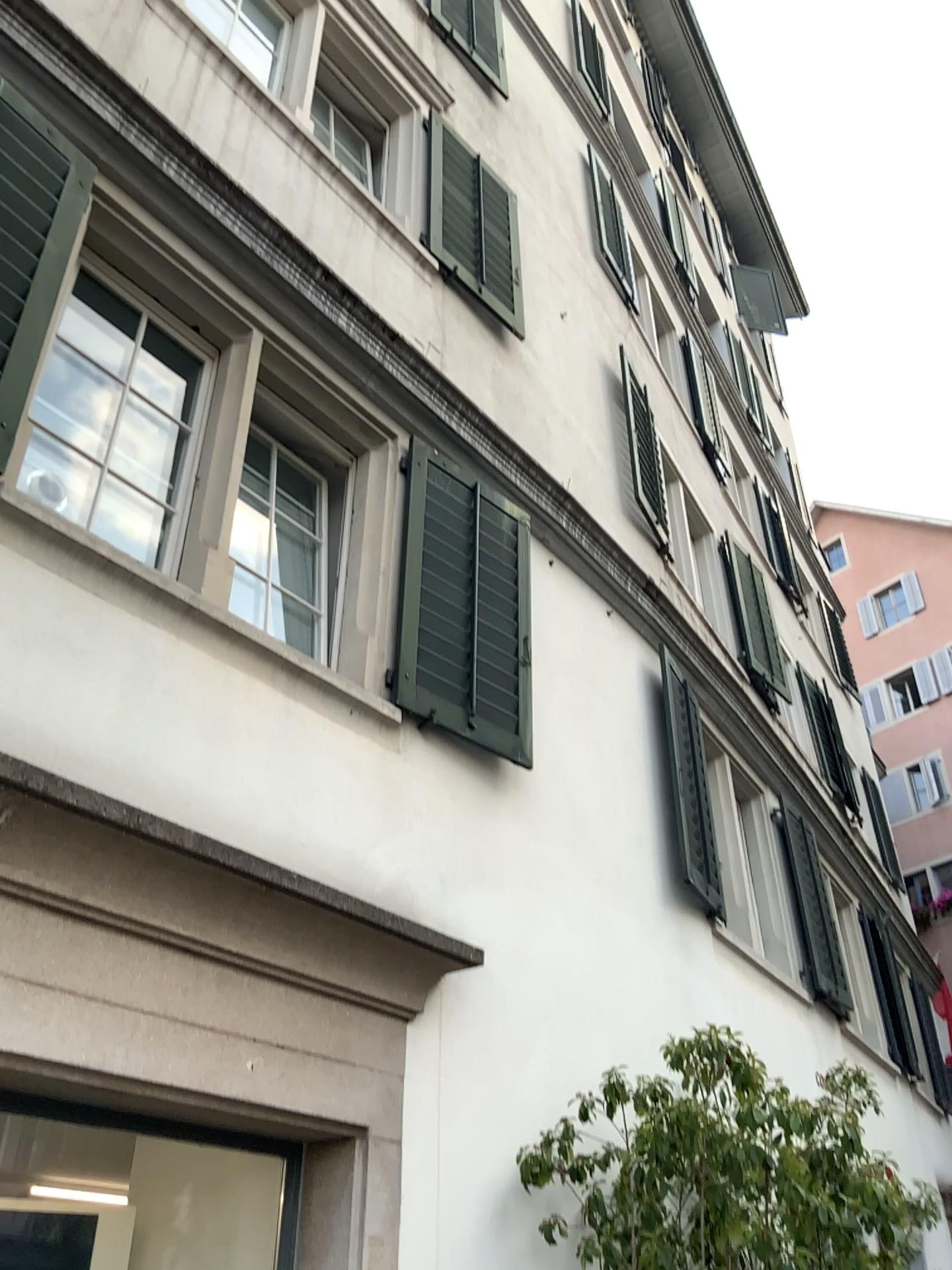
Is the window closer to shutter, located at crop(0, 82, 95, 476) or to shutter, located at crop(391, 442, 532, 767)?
shutter, located at crop(0, 82, 95, 476)

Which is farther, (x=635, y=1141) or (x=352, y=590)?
(x=352, y=590)

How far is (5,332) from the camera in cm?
303

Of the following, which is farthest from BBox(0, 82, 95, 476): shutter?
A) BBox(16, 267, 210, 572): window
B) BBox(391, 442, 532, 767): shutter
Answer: BBox(391, 442, 532, 767): shutter

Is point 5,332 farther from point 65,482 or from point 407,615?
point 407,615

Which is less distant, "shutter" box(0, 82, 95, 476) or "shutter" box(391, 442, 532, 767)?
"shutter" box(0, 82, 95, 476)

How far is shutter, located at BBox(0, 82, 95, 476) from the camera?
3.0m

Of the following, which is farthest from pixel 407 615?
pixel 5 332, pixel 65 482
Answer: pixel 5 332
